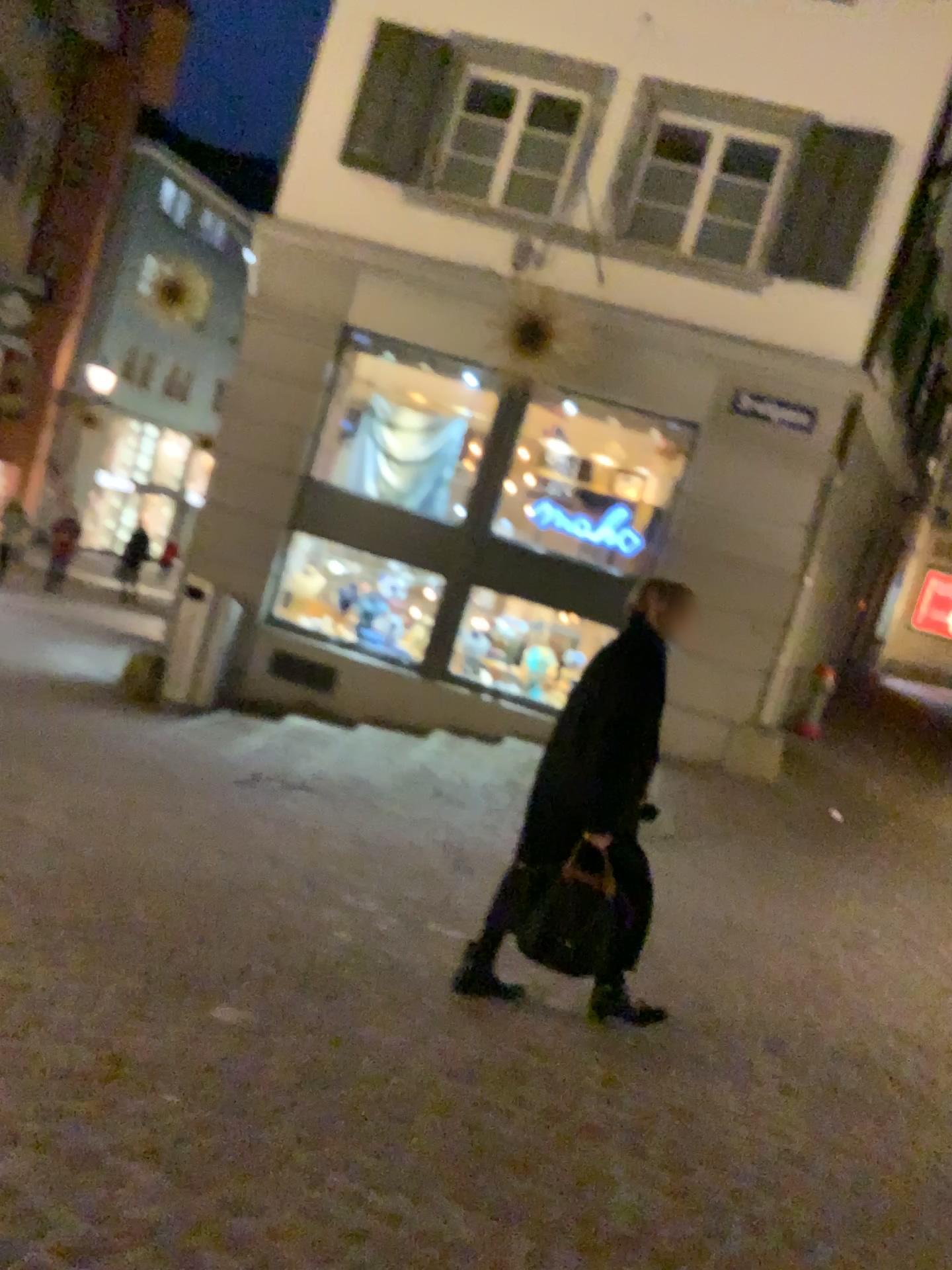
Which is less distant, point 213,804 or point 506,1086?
point 506,1086

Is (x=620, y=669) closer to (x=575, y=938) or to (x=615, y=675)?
(x=615, y=675)

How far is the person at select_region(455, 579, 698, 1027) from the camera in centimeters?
347cm

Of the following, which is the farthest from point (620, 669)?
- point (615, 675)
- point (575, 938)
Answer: point (575, 938)

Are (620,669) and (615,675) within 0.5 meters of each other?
yes

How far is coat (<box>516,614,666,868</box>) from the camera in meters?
3.5

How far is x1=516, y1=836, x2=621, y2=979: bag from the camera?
3.45m
